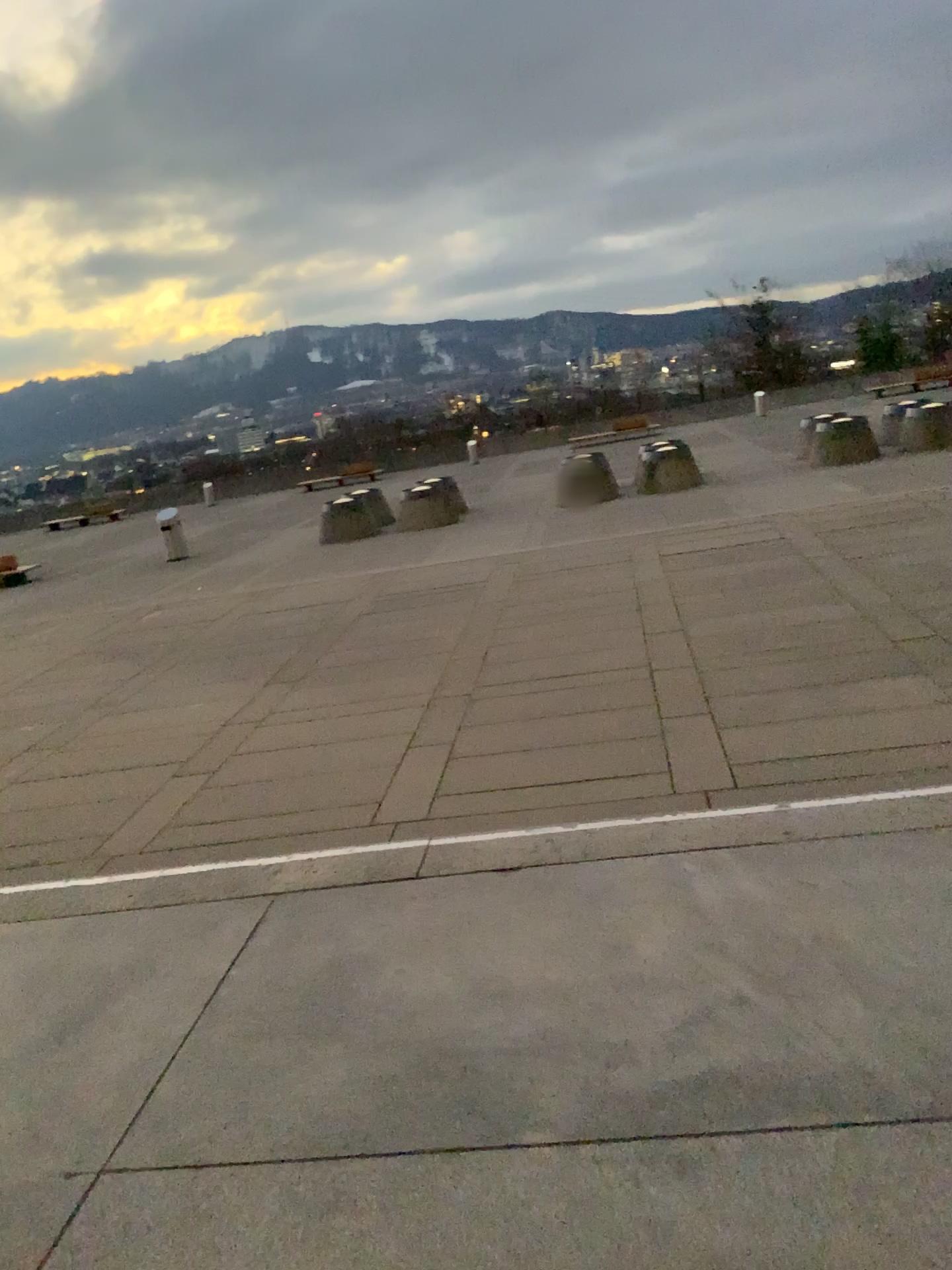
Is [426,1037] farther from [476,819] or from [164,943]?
[476,819]
